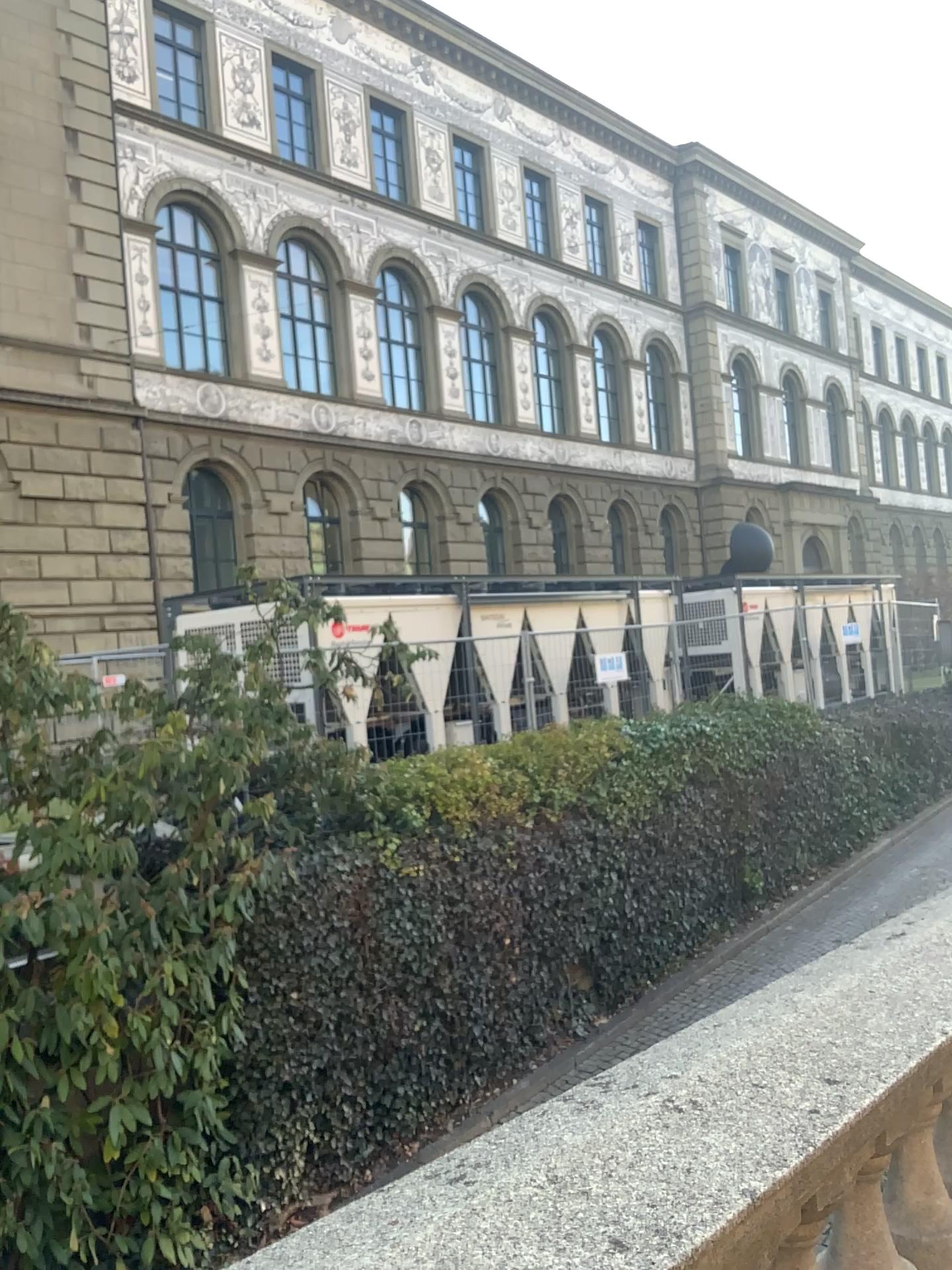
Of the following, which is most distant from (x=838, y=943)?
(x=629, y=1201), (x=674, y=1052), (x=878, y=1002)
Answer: (x=629, y=1201)
